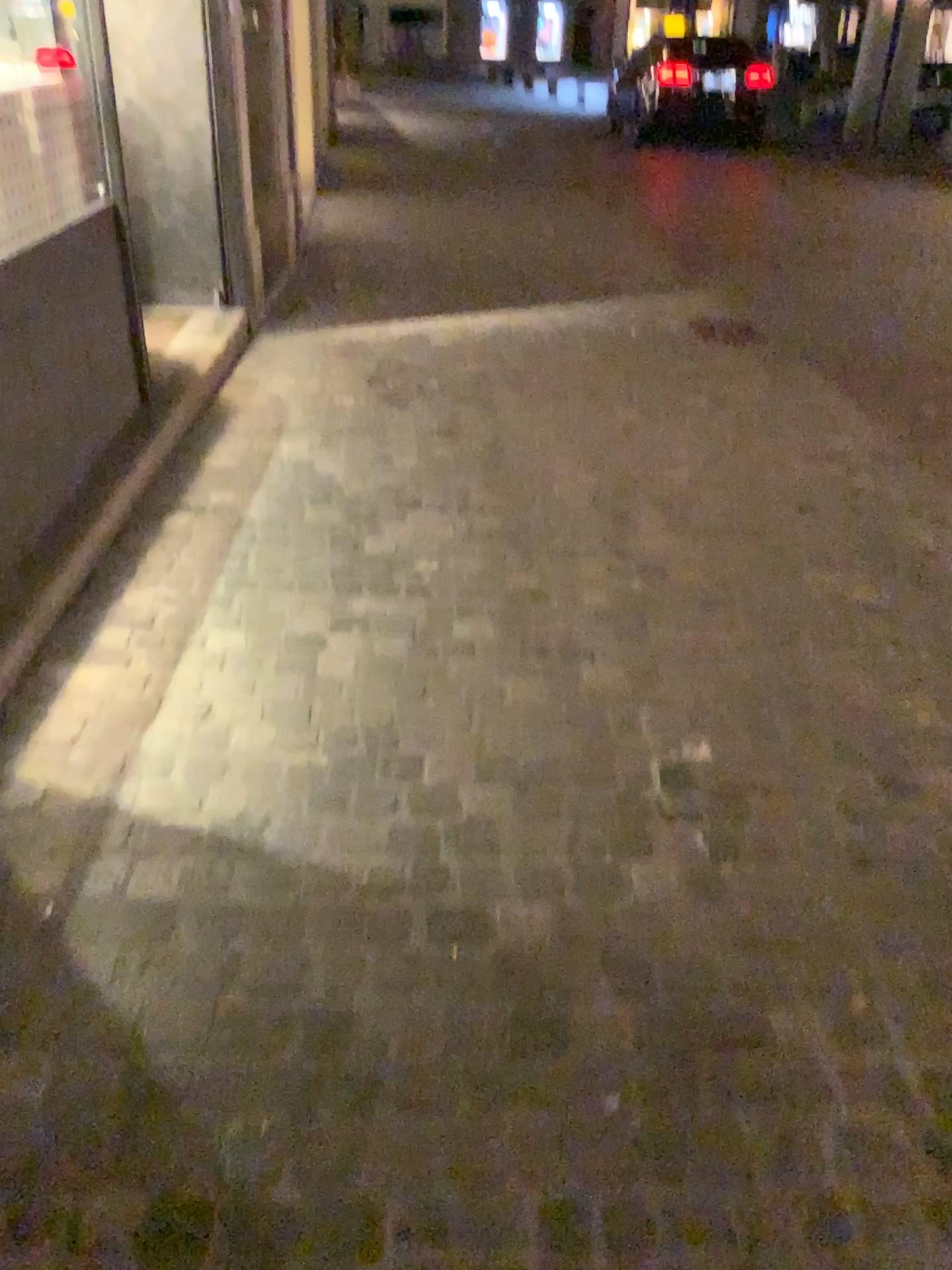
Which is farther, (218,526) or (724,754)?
(218,526)
